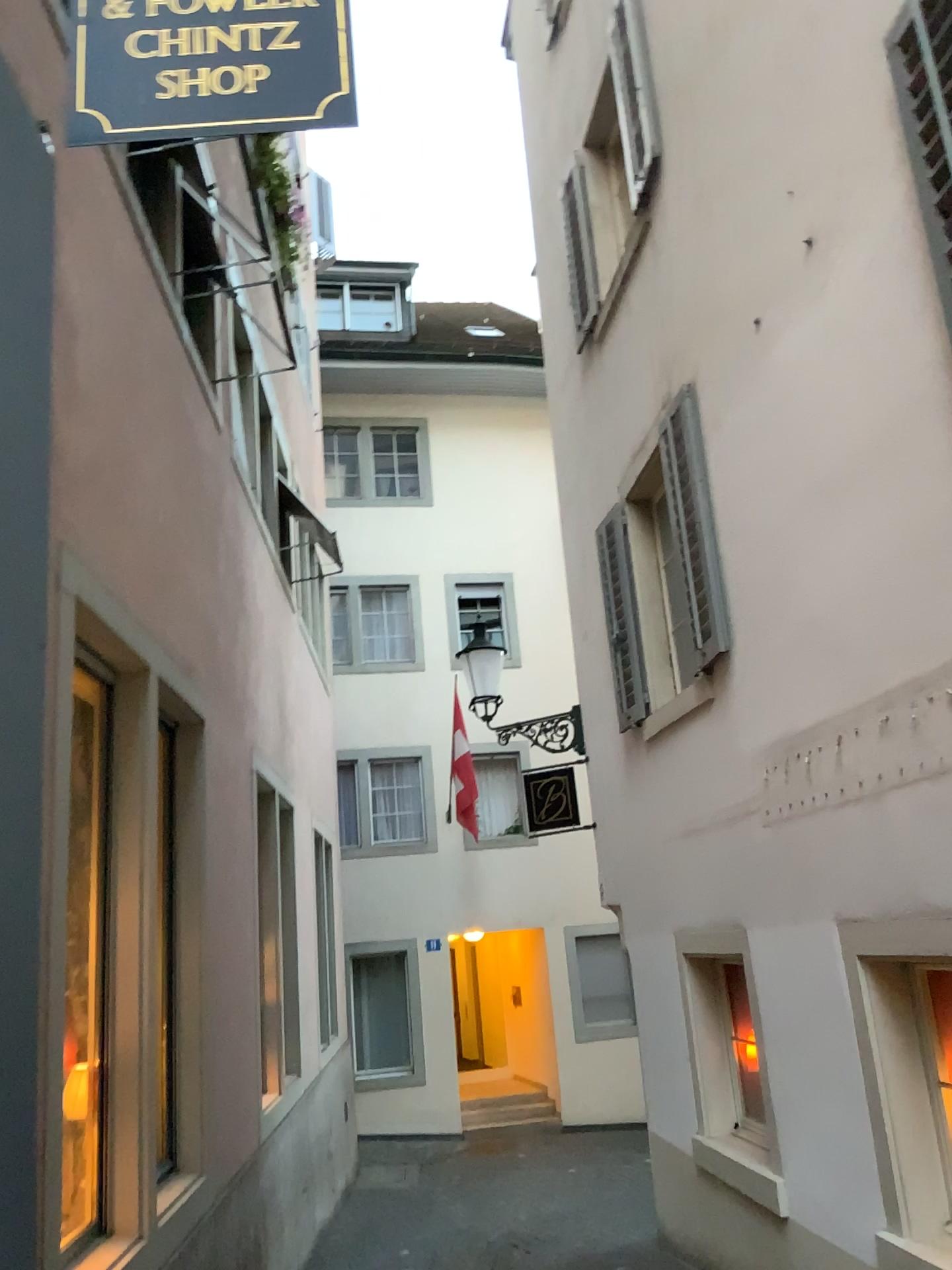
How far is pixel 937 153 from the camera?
3.3m

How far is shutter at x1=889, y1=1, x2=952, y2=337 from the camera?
3.31m

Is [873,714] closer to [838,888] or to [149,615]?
[838,888]
